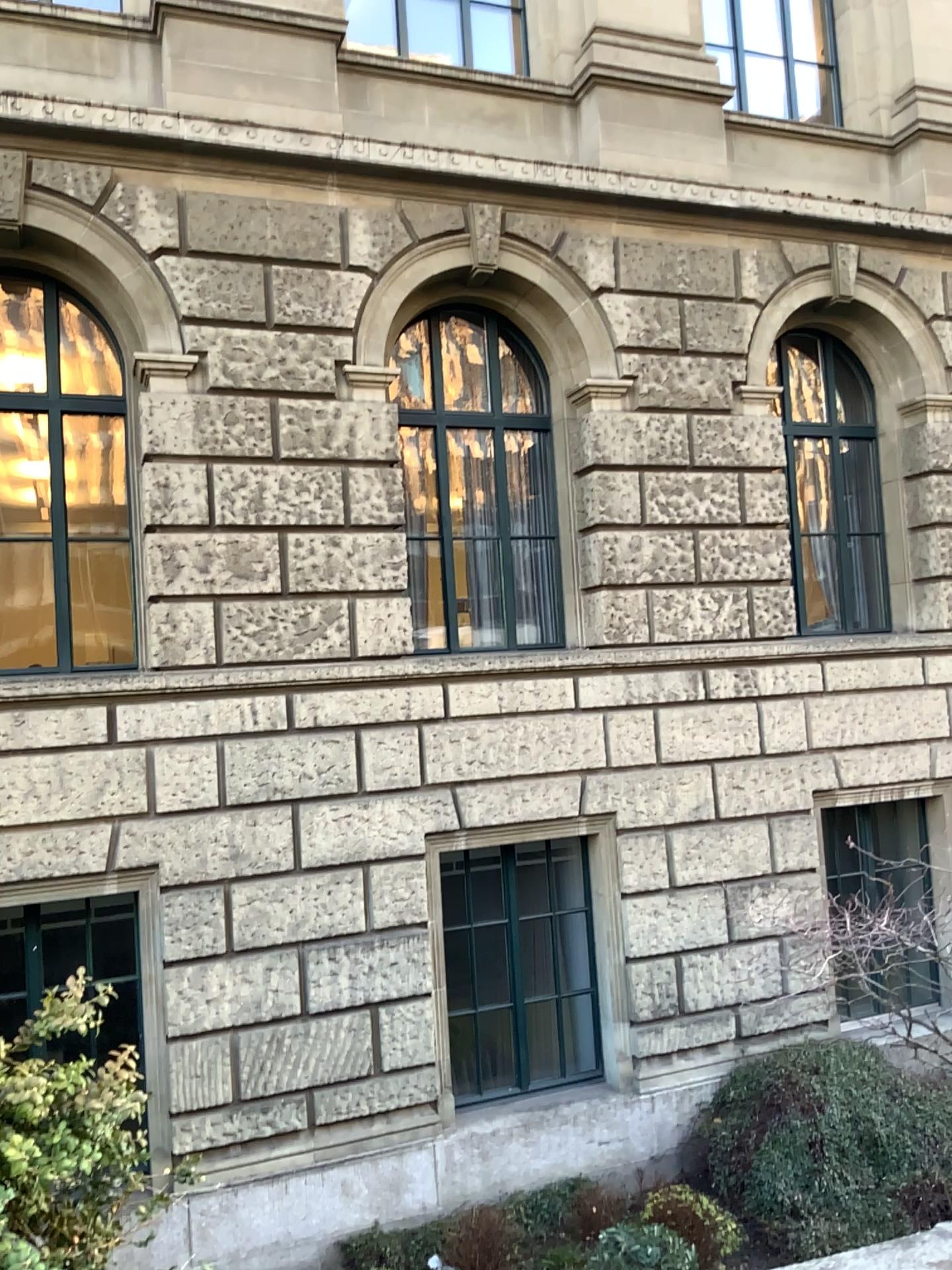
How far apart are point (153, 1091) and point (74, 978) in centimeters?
389cm
